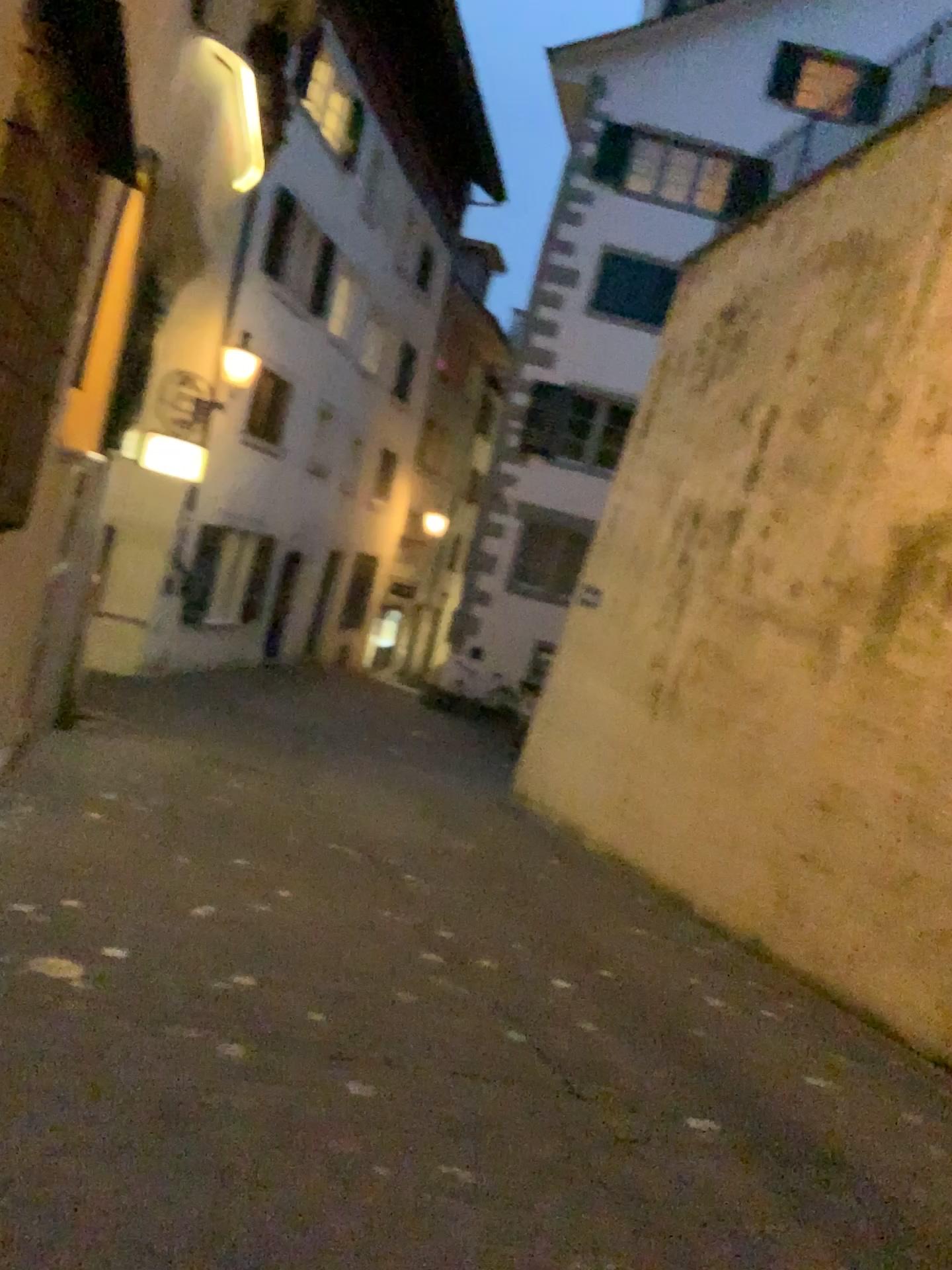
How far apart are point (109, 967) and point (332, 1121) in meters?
1.2
